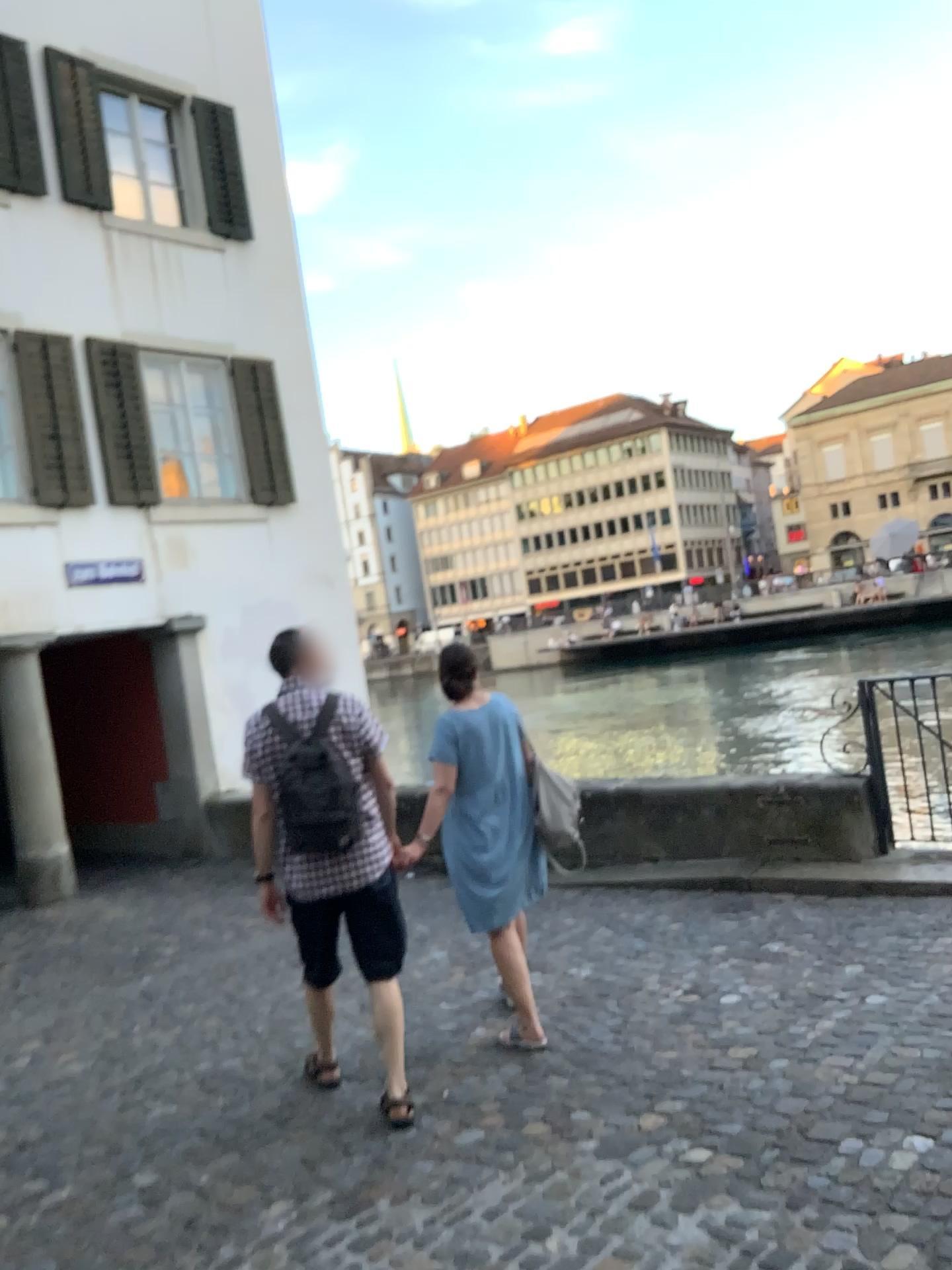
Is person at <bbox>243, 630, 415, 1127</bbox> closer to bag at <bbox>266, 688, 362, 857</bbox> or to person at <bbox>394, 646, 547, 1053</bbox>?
bag at <bbox>266, 688, 362, 857</bbox>

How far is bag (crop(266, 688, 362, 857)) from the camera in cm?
363

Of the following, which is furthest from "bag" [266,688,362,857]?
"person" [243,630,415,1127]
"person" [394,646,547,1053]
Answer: "person" [394,646,547,1053]

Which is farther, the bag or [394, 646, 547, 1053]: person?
[394, 646, 547, 1053]: person

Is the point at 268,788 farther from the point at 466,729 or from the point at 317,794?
the point at 466,729

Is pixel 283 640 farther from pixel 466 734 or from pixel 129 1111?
pixel 129 1111

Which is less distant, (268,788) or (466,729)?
(268,788)

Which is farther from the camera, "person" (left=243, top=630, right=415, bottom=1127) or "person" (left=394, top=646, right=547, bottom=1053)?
"person" (left=394, top=646, right=547, bottom=1053)

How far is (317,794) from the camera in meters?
3.6
